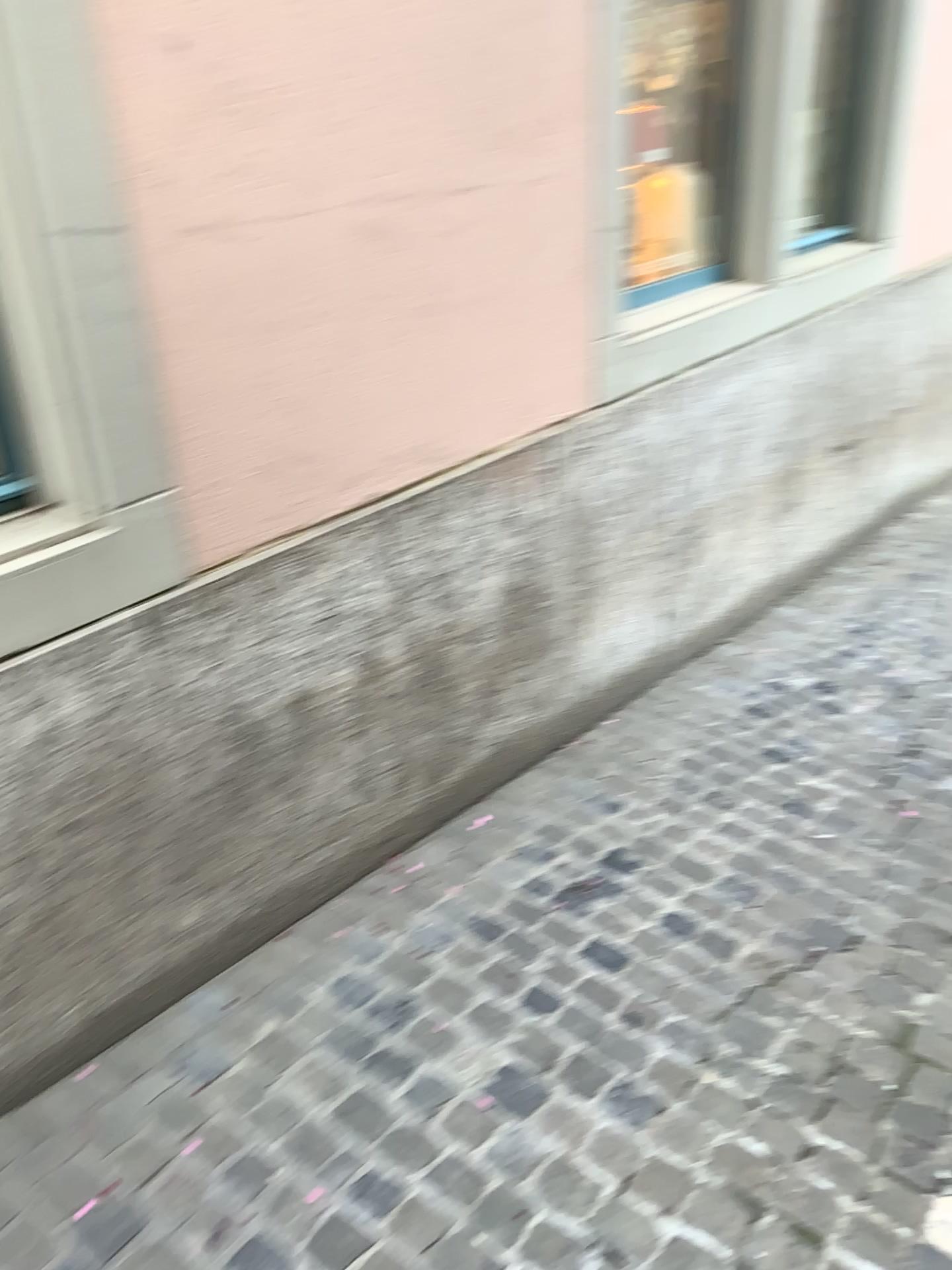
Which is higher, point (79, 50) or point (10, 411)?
point (79, 50)

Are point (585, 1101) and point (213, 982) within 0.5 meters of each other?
no

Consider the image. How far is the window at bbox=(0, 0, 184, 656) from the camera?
1.5 meters

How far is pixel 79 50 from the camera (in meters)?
1.52
